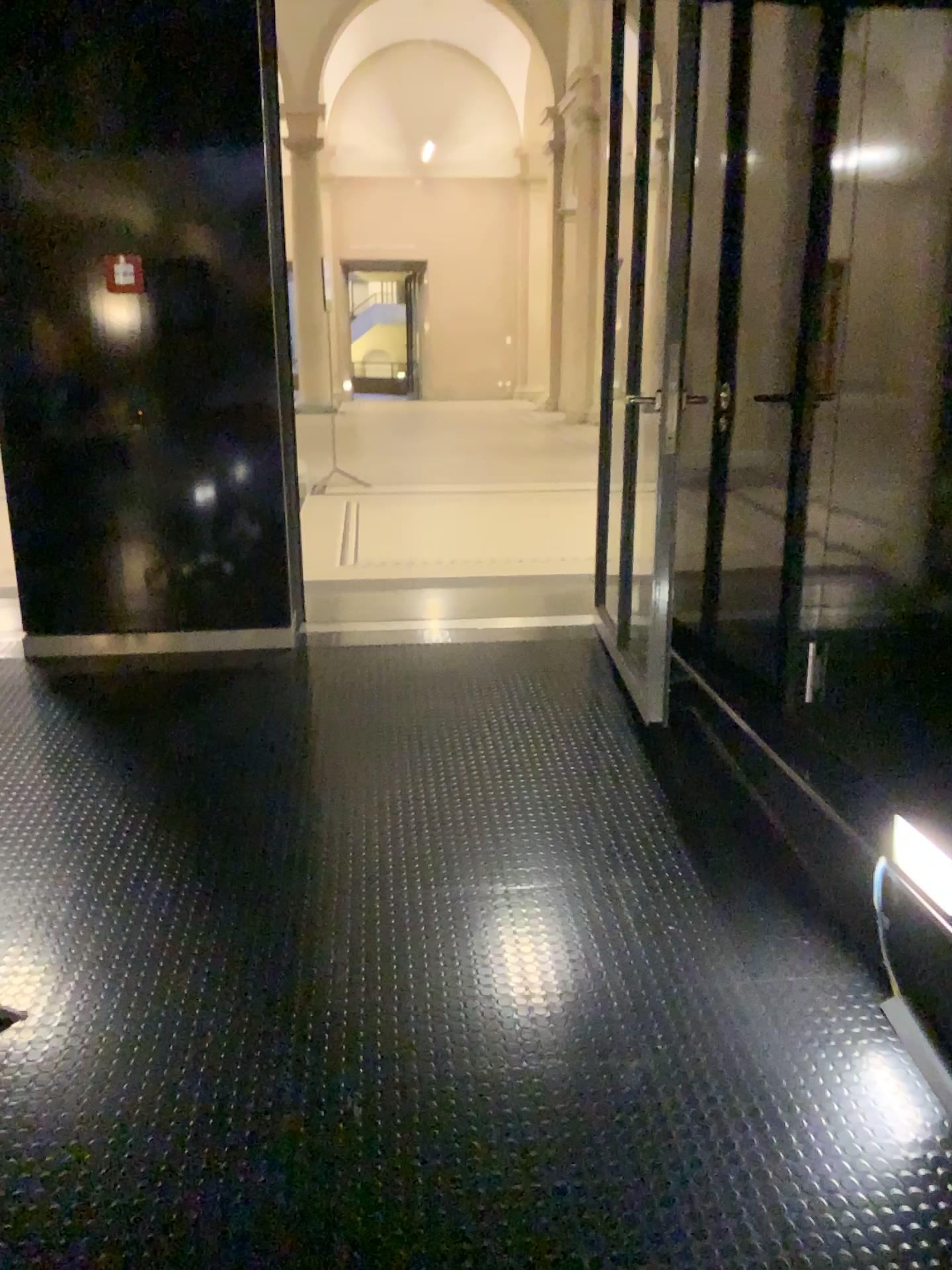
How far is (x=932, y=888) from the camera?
2.23m

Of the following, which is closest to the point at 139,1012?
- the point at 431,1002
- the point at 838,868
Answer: the point at 431,1002

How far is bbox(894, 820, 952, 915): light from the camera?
2.2 meters
